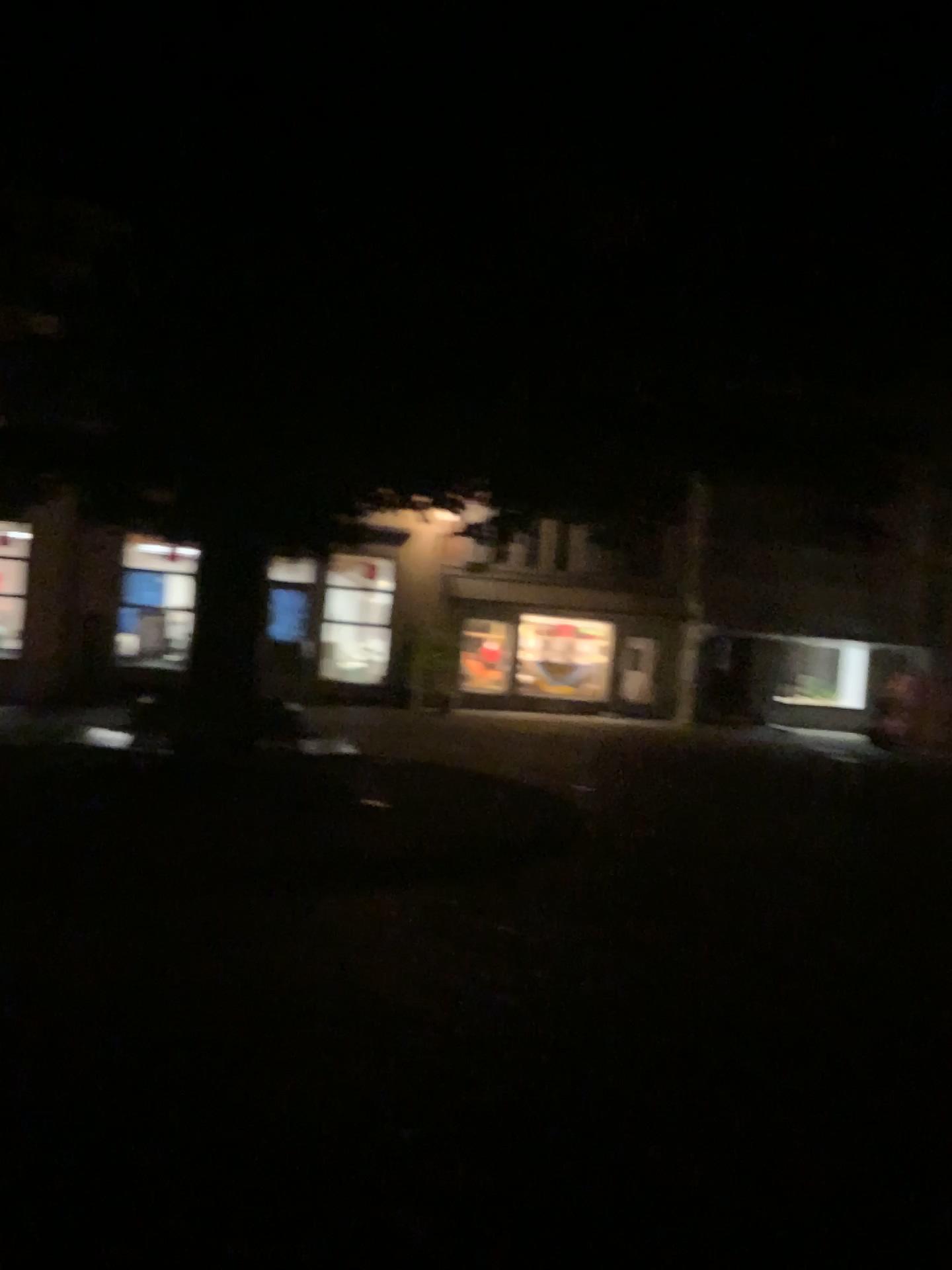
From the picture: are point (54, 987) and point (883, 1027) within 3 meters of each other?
no
